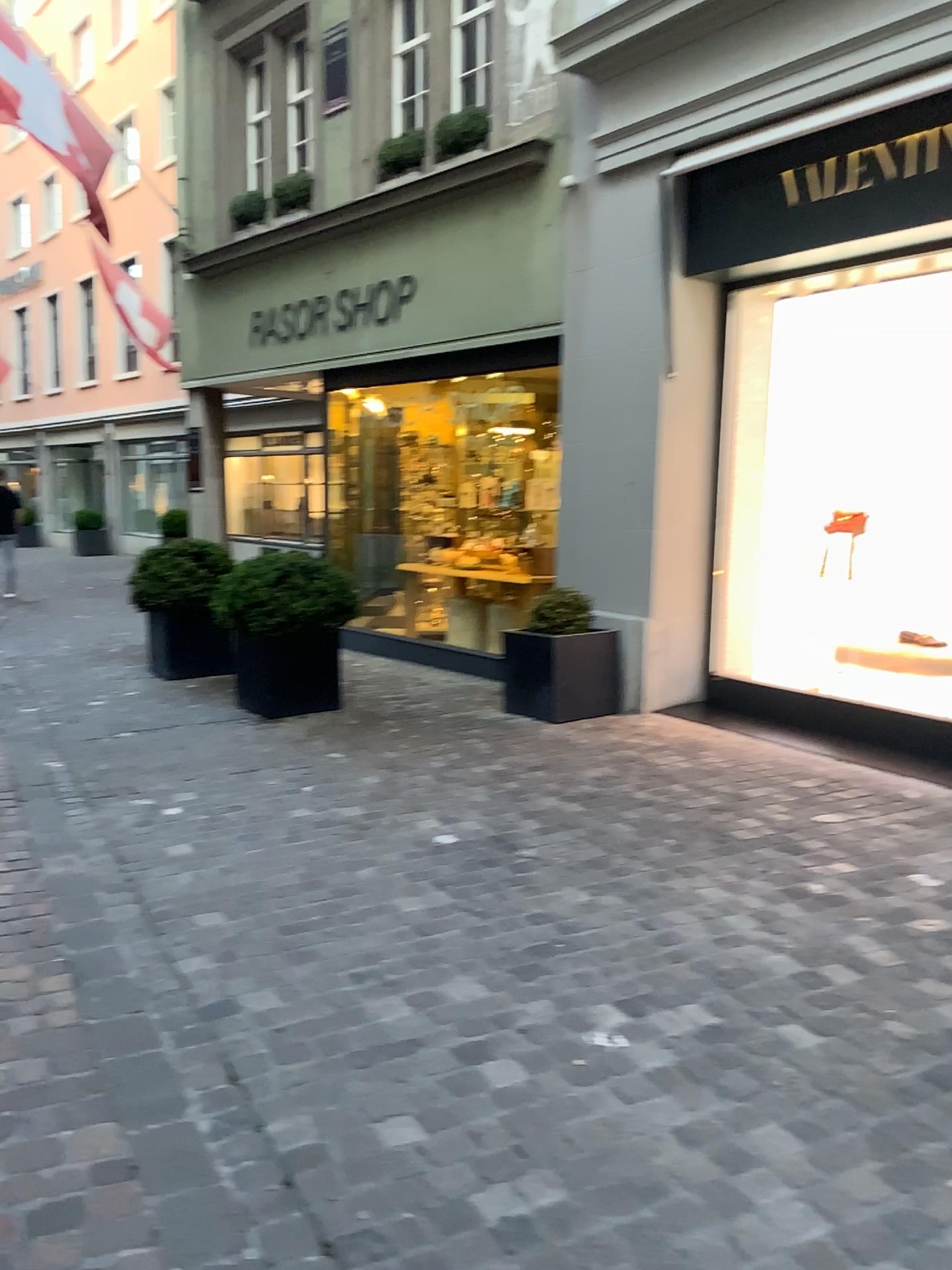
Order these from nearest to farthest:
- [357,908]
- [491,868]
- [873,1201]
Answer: [873,1201] < [357,908] < [491,868]
